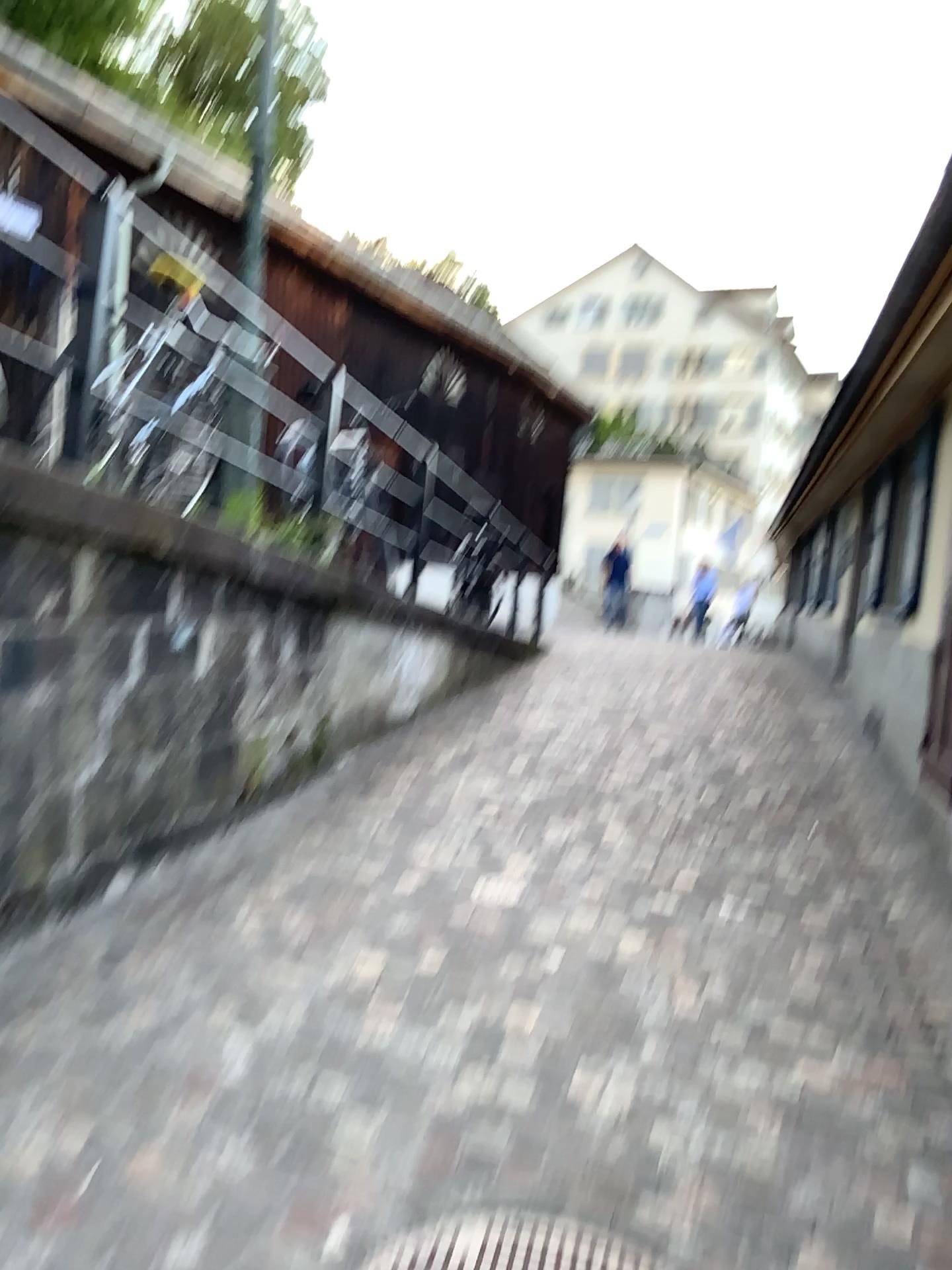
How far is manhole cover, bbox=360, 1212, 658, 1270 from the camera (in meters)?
1.96

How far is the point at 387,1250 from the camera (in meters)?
1.96

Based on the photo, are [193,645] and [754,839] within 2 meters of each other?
no
